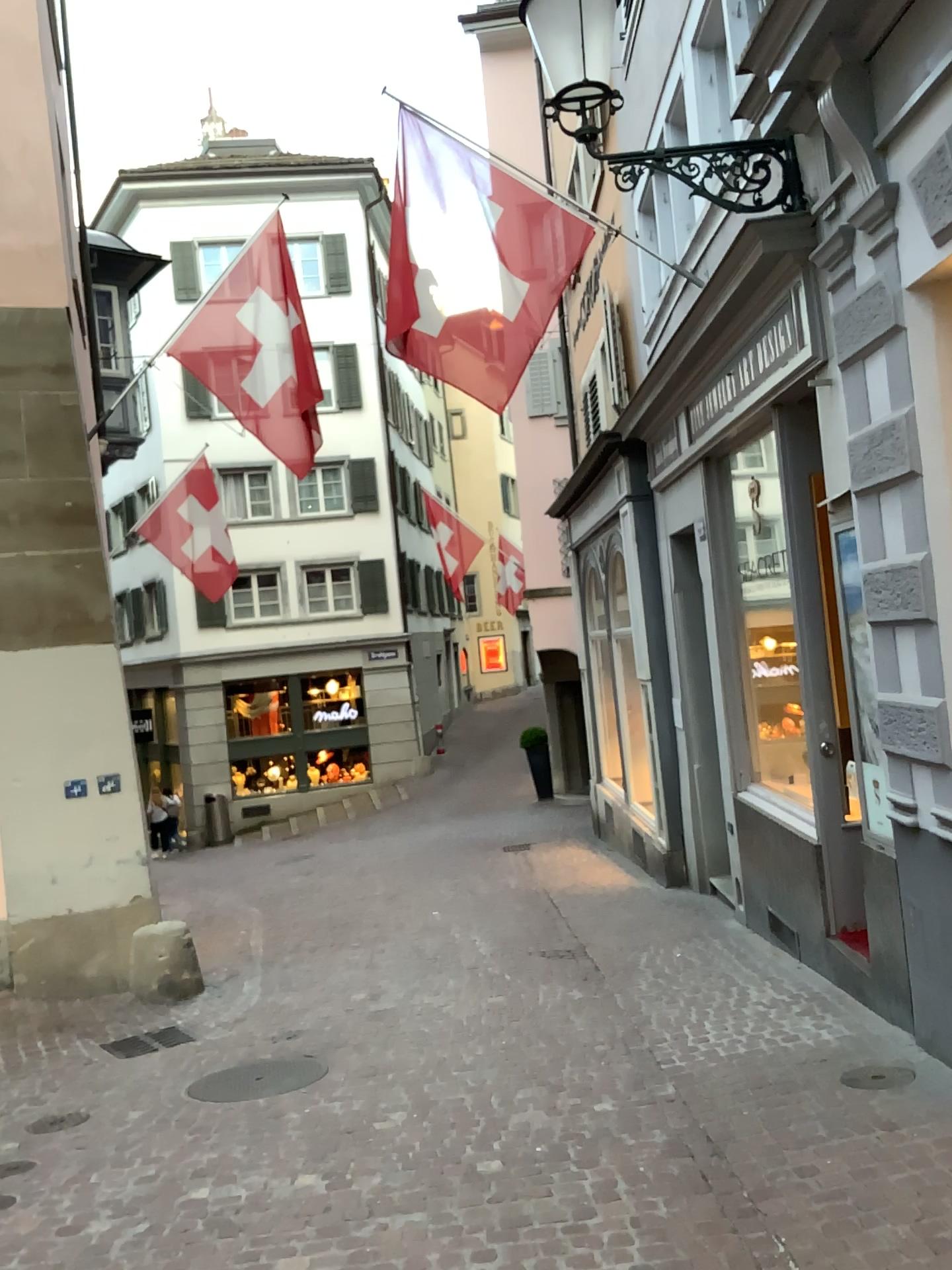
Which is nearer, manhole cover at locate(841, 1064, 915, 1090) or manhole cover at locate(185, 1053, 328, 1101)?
manhole cover at locate(841, 1064, 915, 1090)

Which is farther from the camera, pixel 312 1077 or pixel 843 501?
pixel 312 1077

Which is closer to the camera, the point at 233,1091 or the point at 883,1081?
the point at 883,1081
